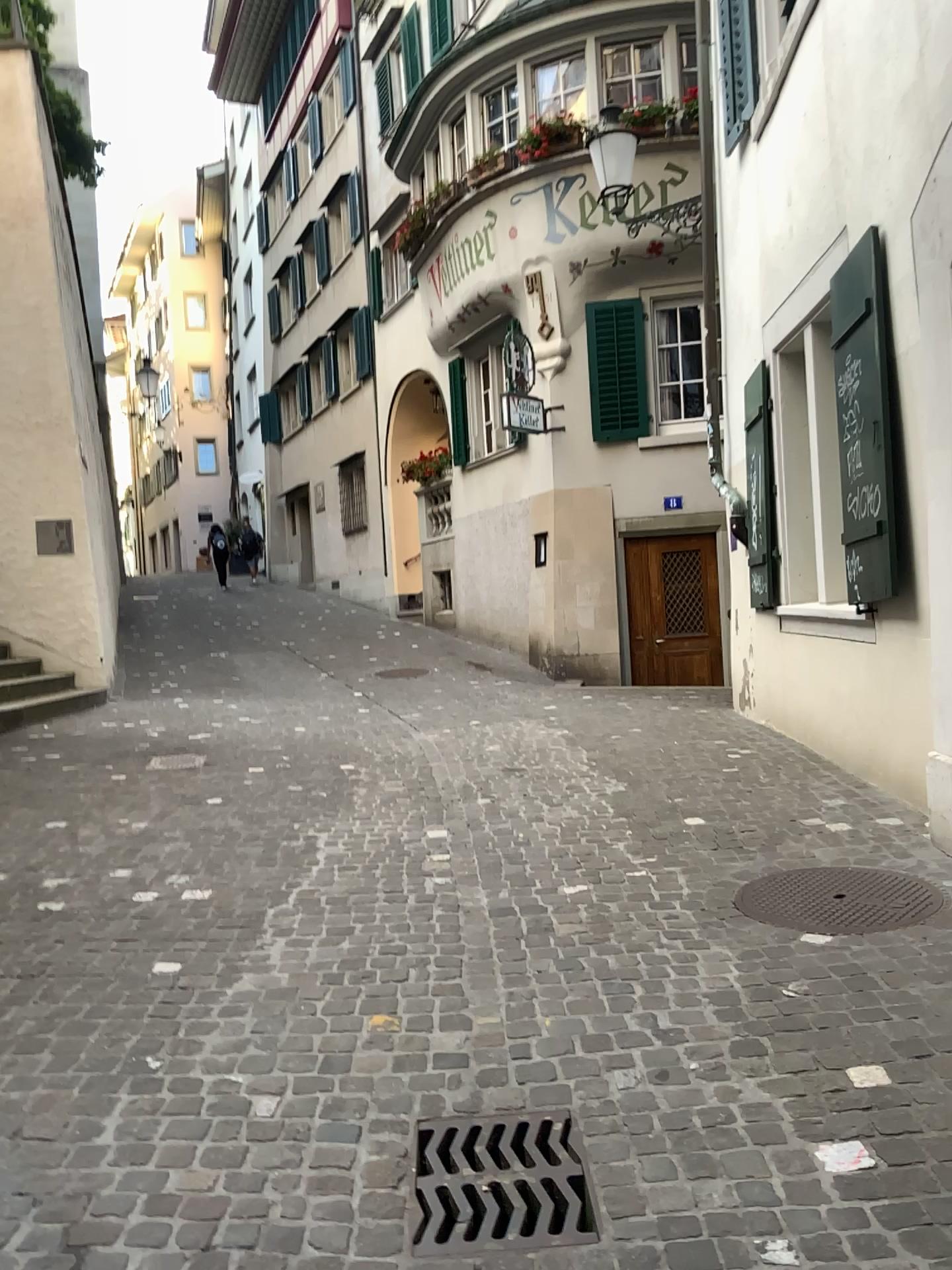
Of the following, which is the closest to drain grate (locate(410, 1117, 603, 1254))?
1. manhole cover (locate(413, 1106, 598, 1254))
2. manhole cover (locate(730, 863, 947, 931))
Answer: manhole cover (locate(413, 1106, 598, 1254))

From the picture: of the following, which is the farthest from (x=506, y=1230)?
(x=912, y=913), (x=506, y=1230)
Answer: (x=912, y=913)

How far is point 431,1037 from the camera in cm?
288

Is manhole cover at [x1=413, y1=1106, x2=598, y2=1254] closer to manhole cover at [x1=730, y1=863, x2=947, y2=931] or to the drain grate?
the drain grate

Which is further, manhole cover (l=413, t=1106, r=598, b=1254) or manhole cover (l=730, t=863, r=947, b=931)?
manhole cover (l=730, t=863, r=947, b=931)

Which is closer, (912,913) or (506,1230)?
(506,1230)

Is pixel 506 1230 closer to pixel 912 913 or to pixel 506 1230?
pixel 506 1230

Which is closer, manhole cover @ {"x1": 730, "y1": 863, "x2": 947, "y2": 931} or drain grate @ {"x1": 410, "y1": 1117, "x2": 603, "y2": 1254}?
drain grate @ {"x1": 410, "y1": 1117, "x2": 603, "y2": 1254}
